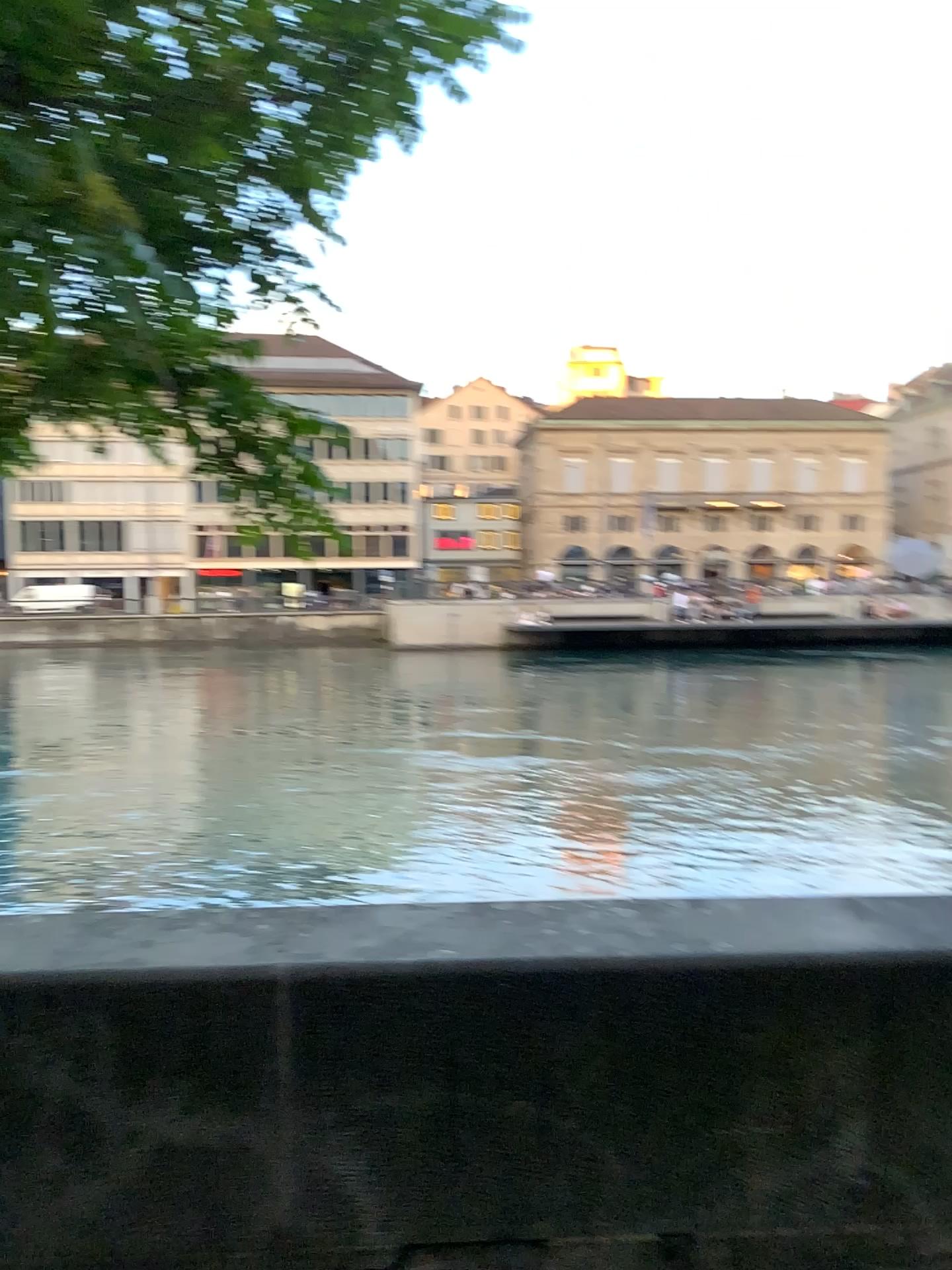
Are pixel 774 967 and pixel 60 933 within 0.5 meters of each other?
no
